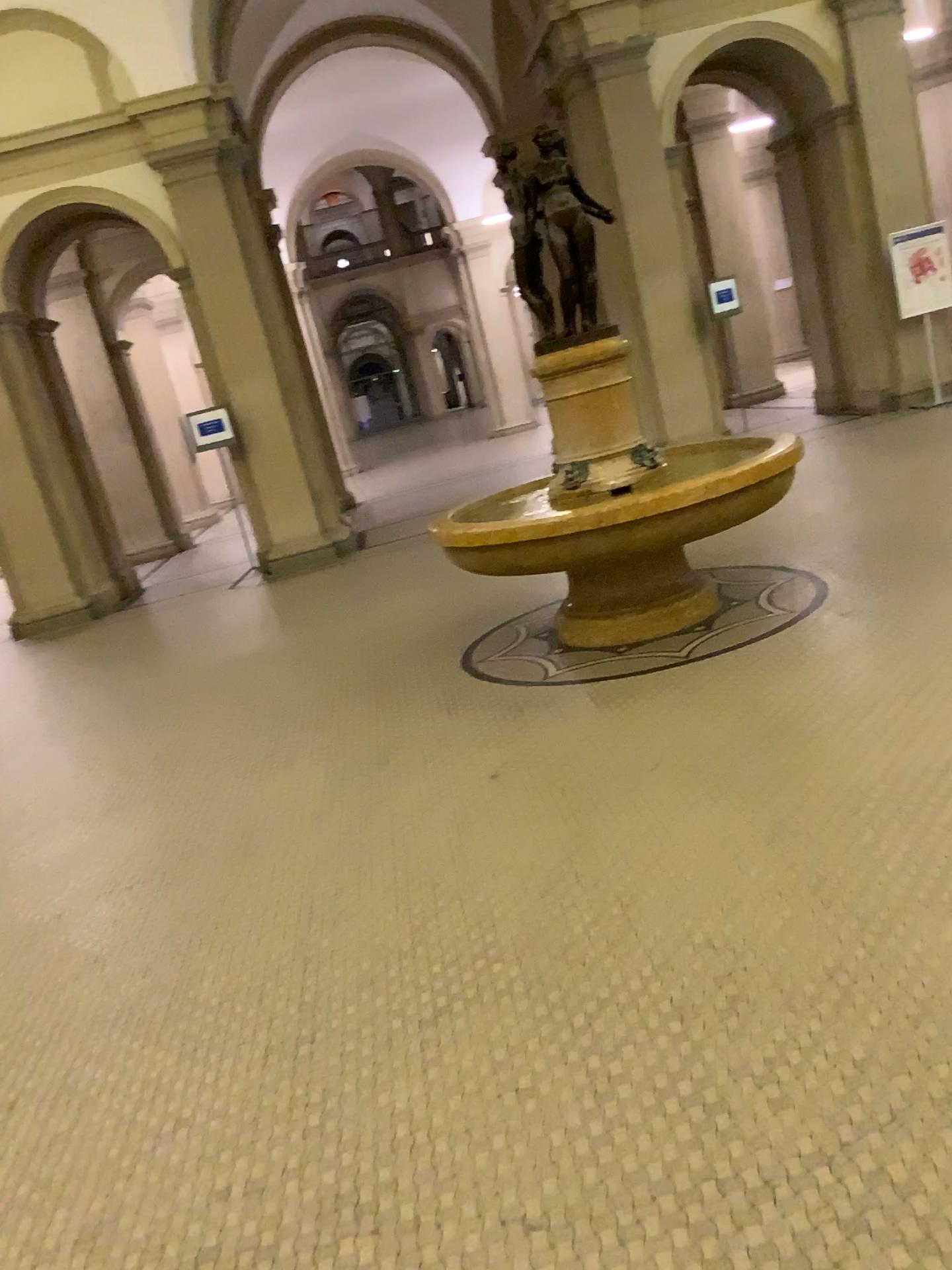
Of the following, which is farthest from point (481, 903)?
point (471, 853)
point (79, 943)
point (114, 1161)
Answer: point (79, 943)
